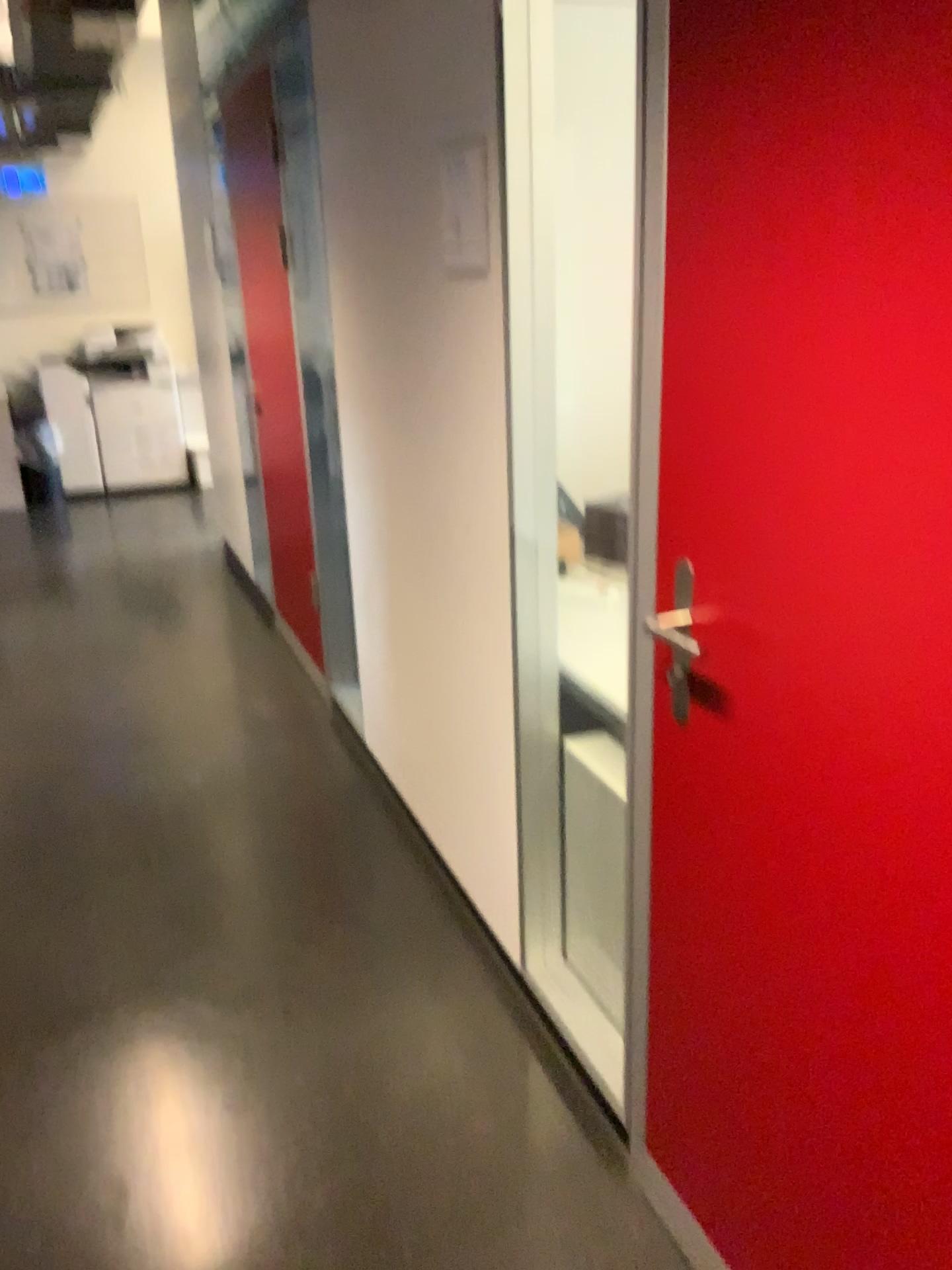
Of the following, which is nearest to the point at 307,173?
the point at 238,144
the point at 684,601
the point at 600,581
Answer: Result: the point at 238,144

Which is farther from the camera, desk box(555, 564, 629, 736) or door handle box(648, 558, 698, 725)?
desk box(555, 564, 629, 736)

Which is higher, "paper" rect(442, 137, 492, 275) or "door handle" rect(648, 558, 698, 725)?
"paper" rect(442, 137, 492, 275)

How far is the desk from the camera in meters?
1.9

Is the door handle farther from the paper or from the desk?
the paper

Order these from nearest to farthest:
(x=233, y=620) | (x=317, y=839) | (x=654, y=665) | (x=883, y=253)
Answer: (x=883, y=253) < (x=654, y=665) < (x=317, y=839) < (x=233, y=620)

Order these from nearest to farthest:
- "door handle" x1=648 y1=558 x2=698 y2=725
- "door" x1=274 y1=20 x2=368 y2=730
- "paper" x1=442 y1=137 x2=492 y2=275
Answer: "door handle" x1=648 y1=558 x2=698 y2=725
"paper" x1=442 y1=137 x2=492 y2=275
"door" x1=274 y1=20 x2=368 y2=730

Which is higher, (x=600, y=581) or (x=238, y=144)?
(x=238, y=144)

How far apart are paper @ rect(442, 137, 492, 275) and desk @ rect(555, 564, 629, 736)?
0.6m

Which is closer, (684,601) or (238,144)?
(684,601)
